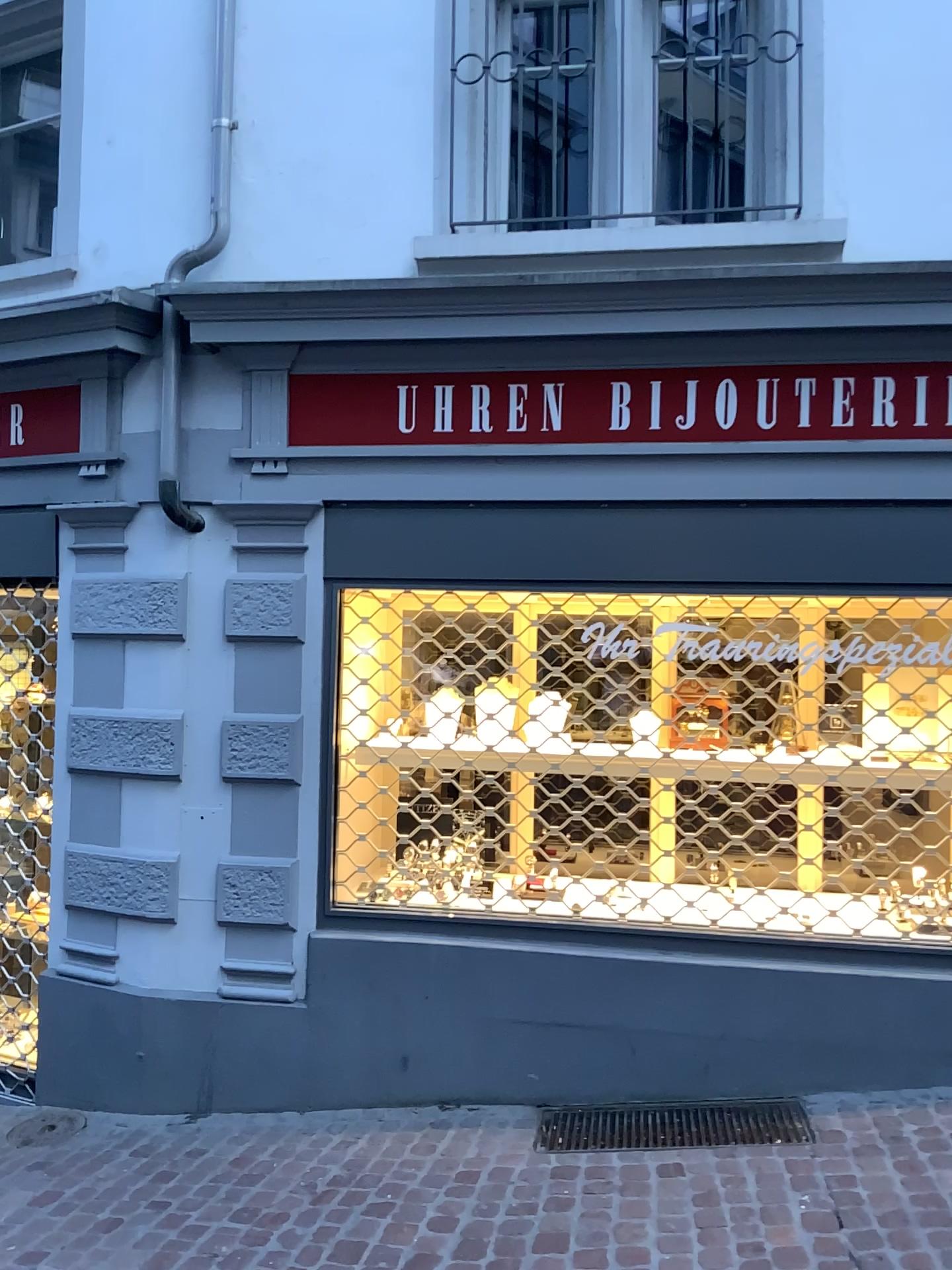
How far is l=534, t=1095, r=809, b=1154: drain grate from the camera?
3.4 meters

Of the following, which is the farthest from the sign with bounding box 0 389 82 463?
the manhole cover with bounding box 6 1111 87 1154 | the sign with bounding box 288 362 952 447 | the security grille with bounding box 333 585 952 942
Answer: the manhole cover with bounding box 6 1111 87 1154

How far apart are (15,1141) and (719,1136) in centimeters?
248cm

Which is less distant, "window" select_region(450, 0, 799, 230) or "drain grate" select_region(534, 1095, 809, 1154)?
"drain grate" select_region(534, 1095, 809, 1154)

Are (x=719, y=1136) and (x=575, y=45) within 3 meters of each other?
no

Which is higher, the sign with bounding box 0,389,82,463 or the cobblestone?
the sign with bounding box 0,389,82,463

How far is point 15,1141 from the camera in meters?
3.8

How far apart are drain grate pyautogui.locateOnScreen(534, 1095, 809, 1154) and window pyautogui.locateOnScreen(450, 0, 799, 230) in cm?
315

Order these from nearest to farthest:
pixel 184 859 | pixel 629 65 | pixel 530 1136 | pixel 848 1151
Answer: pixel 848 1151, pixel 530 1136, pixel 629 65, pixel 184 859

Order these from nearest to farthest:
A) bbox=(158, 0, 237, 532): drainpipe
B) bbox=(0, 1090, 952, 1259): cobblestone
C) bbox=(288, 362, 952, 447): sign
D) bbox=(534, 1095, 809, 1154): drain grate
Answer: bbox=(0, 1090, 952, 1259): cobblestone
bbox=(534, 1095, 809, 1154): drain grate
bbox=(288, 362, 952, 447): sign
bbox=(158, 0, 237, 532): drainpipe
